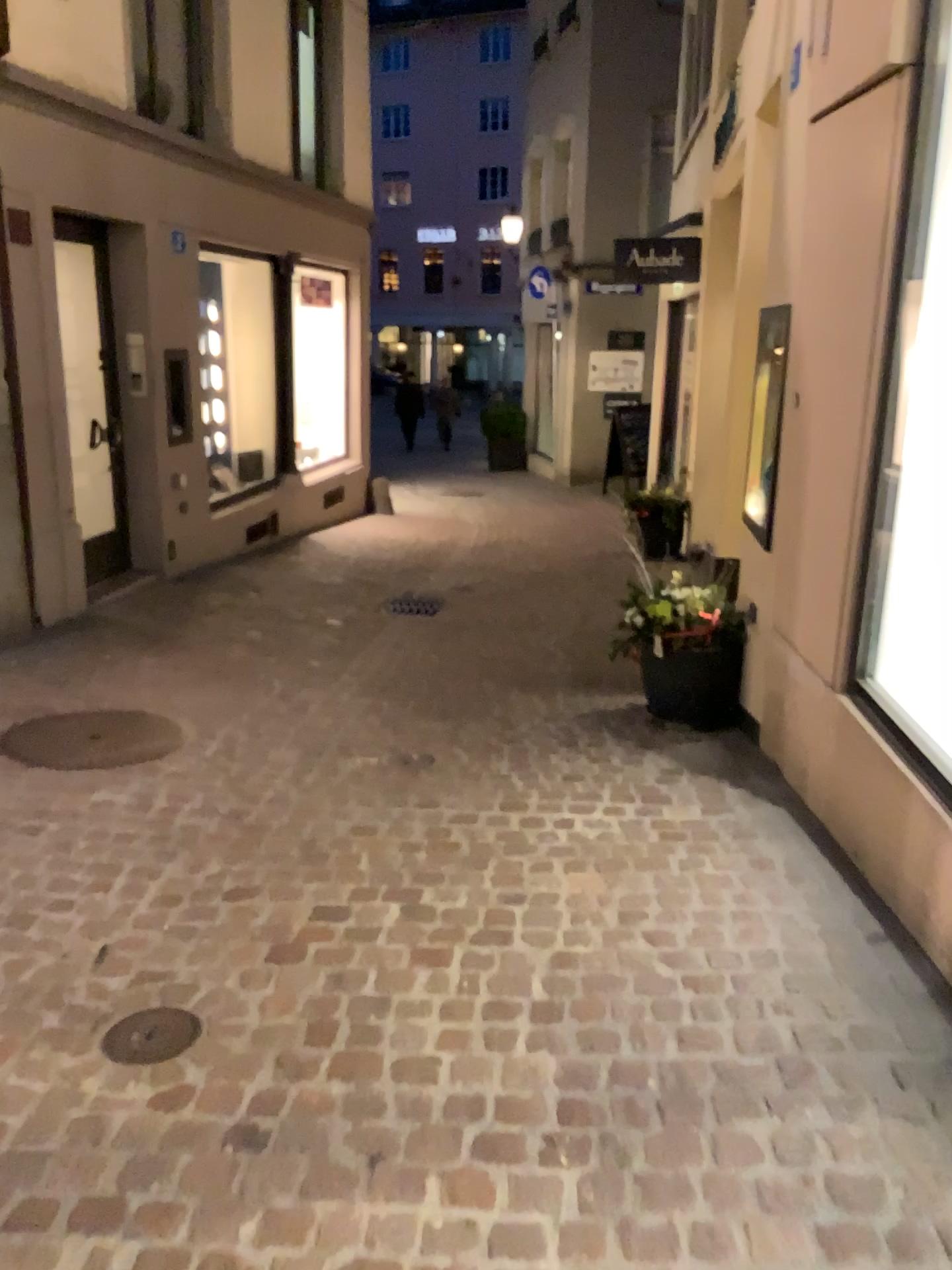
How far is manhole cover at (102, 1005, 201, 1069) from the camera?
2.2m

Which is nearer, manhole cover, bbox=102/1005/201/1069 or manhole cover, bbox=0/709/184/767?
manhole cover, bbox=102/1005/201/1069

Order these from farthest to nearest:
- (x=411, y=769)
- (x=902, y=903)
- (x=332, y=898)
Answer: (x=411, y=769) → (x=332, y=898) → (x=902, y=903)

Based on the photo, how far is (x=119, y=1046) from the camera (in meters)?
2.22

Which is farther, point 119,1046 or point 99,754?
point 99,754
